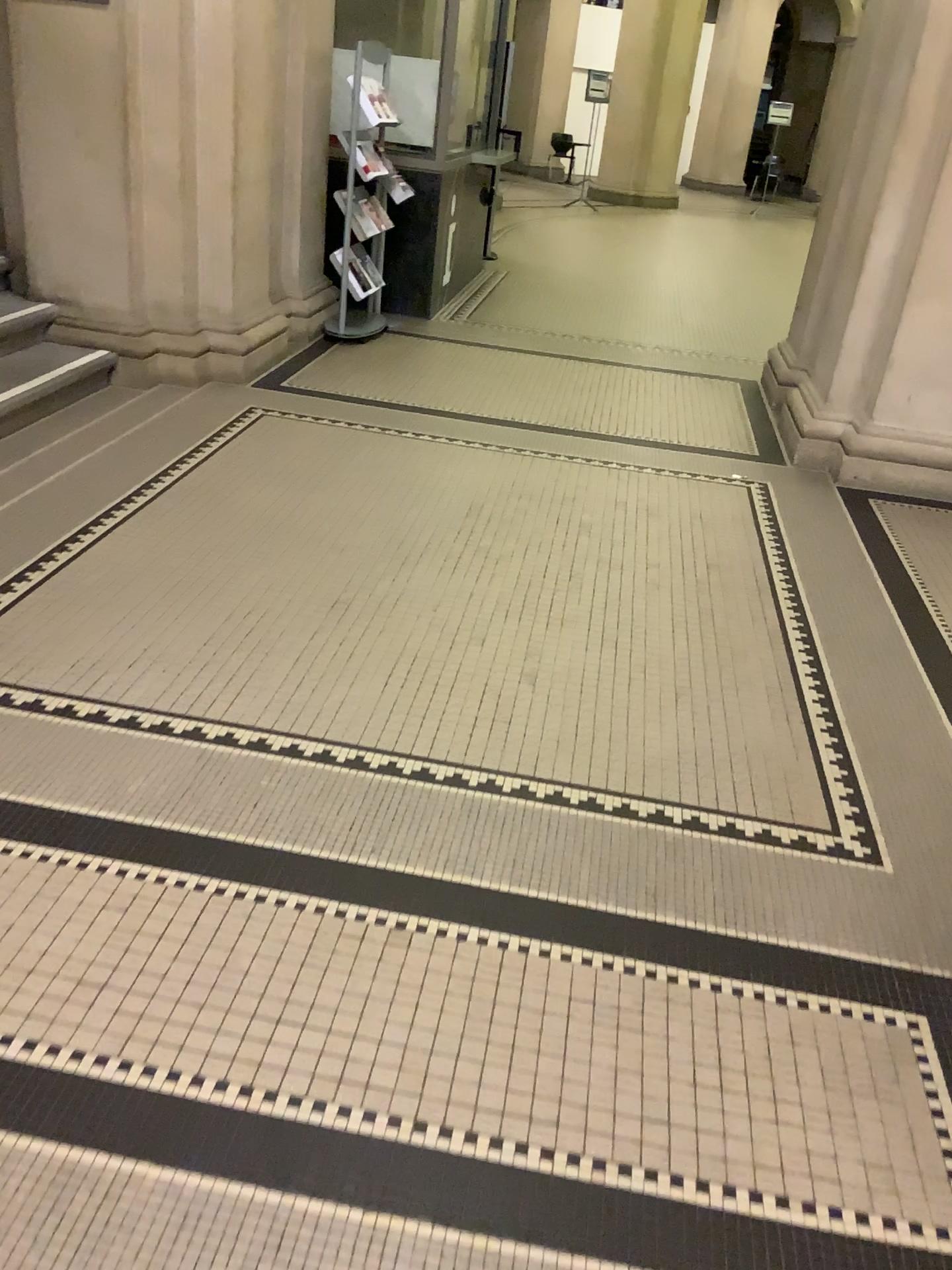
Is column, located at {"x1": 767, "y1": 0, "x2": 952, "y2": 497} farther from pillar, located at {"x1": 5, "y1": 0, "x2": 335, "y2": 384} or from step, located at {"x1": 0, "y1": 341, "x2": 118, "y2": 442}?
step, located at {"x1": 0, "y1": 341, "x2": 118, "y2": 442}

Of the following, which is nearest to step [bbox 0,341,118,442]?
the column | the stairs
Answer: the stairs

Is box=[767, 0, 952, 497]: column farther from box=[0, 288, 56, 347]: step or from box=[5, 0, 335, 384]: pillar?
box=[0, 288, 56, 347]: step

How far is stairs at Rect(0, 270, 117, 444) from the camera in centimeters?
444cm

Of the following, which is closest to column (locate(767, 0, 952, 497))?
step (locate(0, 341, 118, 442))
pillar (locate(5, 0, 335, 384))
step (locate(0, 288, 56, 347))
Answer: pillar (locate(5, 0, 335, 384))

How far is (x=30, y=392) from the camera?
4.44m

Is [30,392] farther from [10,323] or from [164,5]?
[164,5]

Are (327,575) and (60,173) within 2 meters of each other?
no

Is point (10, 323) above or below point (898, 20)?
below

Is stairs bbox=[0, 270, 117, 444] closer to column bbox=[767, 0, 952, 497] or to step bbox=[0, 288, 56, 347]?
step bbox=[0, 288, 56, 347]
